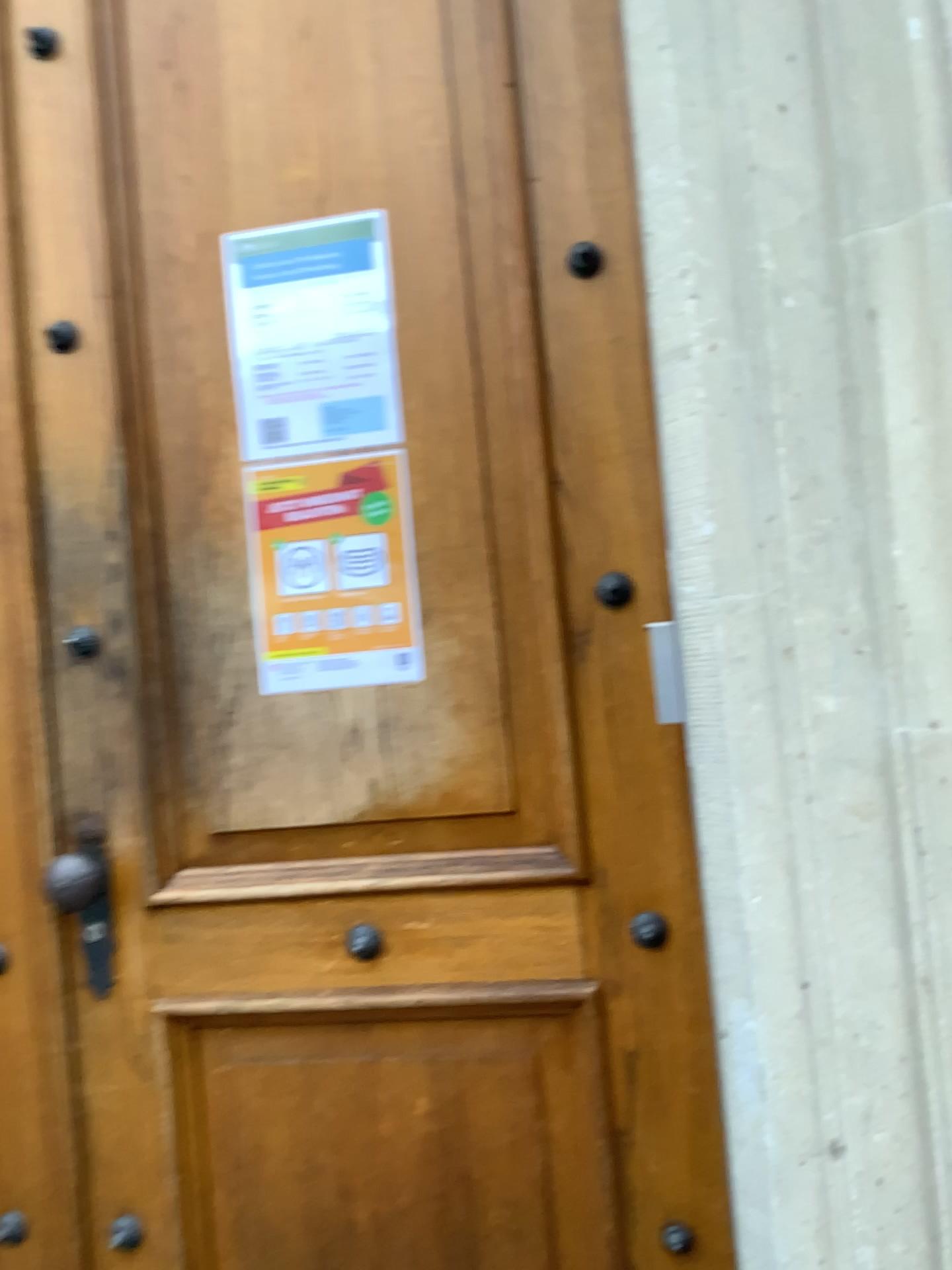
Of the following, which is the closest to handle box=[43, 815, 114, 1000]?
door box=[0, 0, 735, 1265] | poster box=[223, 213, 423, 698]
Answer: door box=[0, 0, 735, 1265]

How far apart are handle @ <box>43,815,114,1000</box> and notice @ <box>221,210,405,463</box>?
0.53m

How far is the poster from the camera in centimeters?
134cm

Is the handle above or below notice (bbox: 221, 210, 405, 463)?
below

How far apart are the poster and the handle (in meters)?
0.29

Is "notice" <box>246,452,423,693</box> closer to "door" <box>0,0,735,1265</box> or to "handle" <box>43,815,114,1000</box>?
"door" <box>0,0,735,1265</box>

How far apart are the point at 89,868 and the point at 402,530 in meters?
0.6

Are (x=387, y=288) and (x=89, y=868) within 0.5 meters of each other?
no

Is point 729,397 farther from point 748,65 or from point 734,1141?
point 734,1141

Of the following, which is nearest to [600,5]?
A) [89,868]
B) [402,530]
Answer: [402,530]
